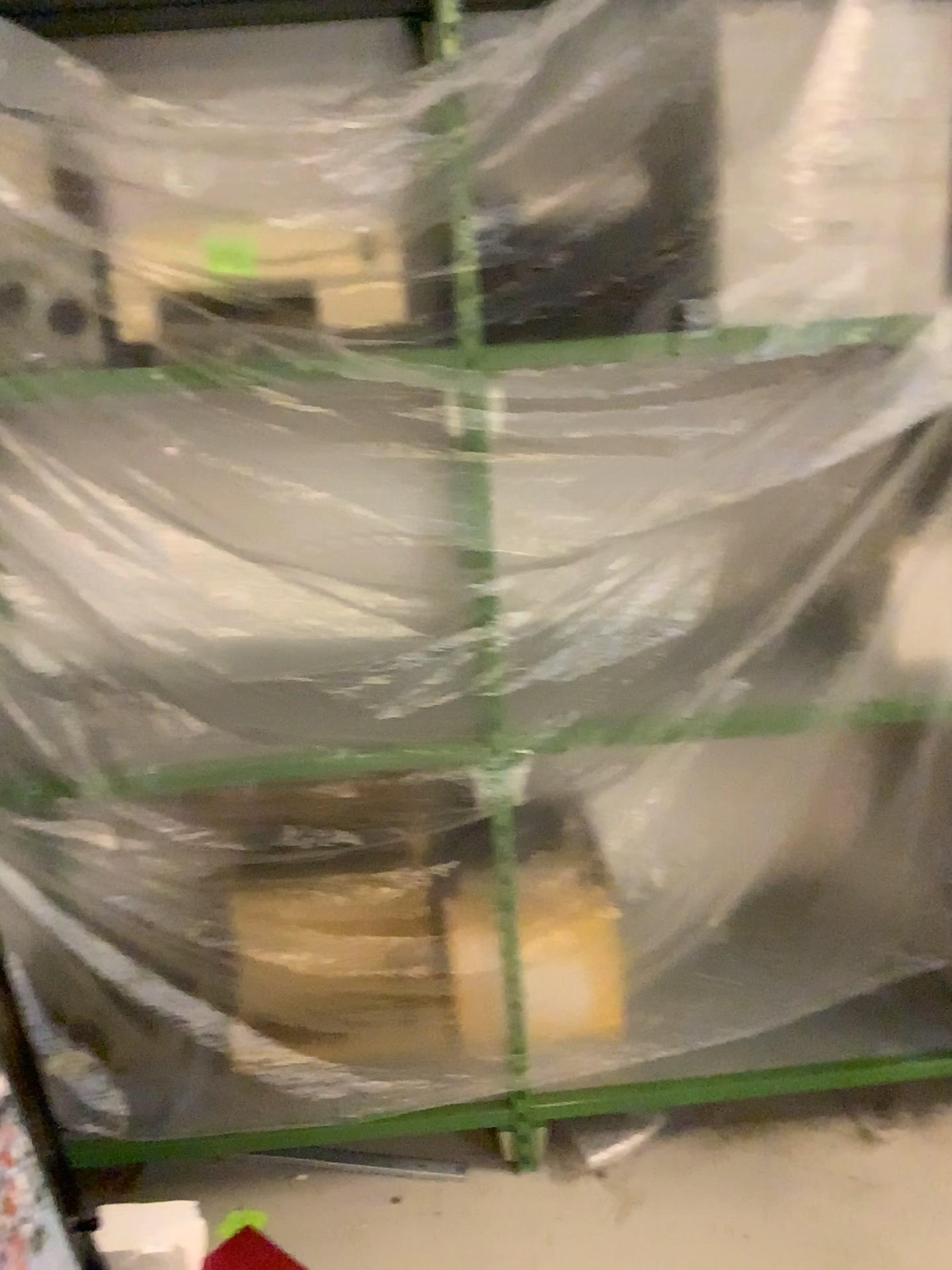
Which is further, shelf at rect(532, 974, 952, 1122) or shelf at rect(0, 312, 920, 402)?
shelf at rect(532, 974, 952, 1122)

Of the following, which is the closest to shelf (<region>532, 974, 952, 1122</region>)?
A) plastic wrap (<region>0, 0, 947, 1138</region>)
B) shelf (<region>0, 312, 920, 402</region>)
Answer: plastic wrap (<region>0, 0, 947, 1138</region>)

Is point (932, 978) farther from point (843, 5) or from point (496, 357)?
point (843, 5)

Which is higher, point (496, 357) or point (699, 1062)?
point (496, 357)

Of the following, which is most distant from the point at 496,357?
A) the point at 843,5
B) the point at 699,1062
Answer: the point at 699,1062

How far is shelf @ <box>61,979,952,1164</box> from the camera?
2.0 meters

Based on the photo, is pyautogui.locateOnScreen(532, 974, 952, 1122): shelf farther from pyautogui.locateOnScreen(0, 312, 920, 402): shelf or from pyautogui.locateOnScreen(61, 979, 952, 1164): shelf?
pyautogui.locateOnScreen(0, 312, 920, 402): shelf

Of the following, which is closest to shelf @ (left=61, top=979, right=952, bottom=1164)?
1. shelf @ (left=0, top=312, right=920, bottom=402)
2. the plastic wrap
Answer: the plastic wrap

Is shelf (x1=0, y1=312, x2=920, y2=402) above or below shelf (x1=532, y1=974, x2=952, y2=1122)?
above

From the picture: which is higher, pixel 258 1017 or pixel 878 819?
pixel 878 819
